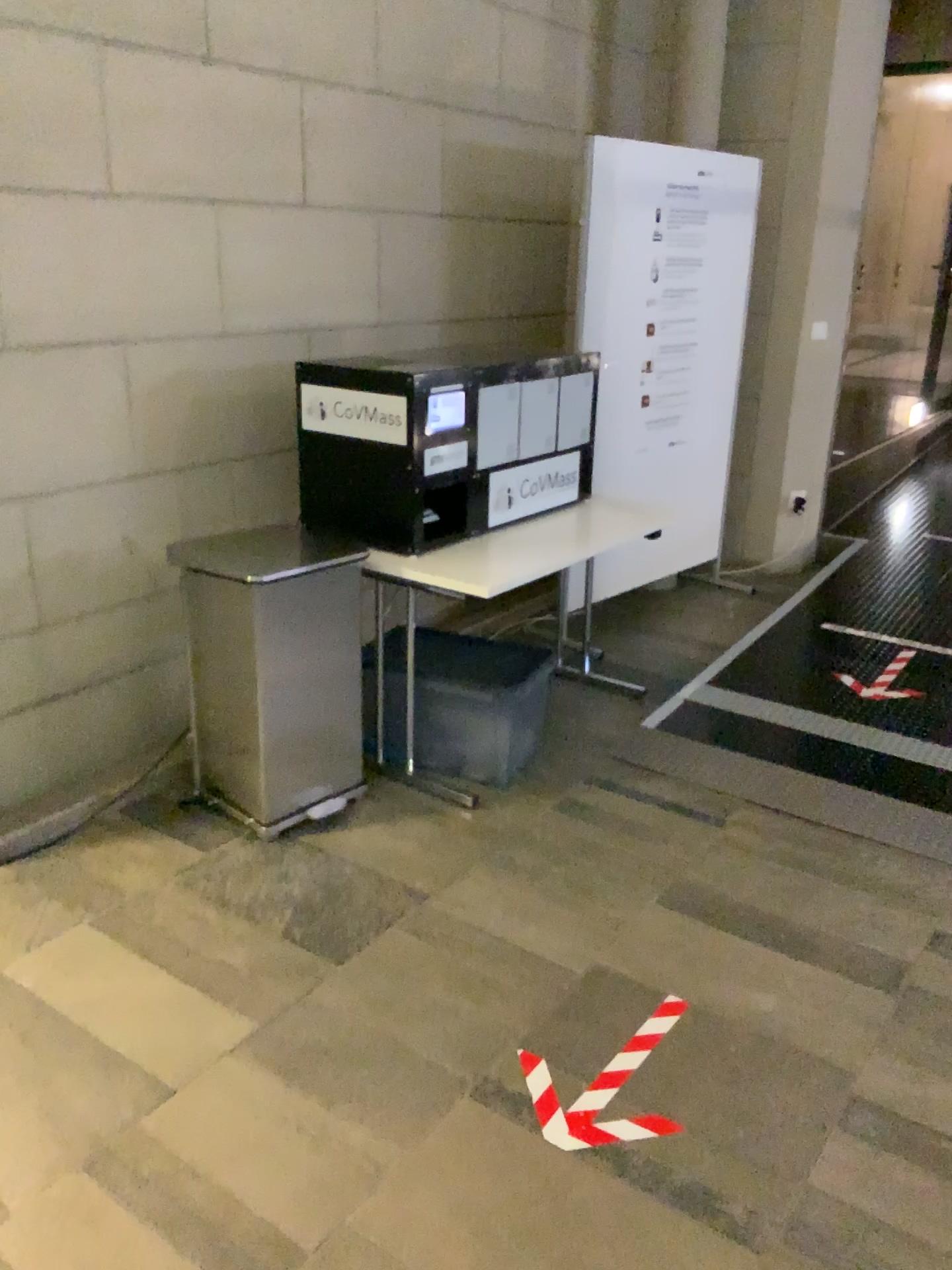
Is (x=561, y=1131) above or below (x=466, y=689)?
below

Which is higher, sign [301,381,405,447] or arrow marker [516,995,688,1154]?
sign [301,381,405,447]

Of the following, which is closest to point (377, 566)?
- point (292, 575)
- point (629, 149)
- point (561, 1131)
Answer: point (292, 575)

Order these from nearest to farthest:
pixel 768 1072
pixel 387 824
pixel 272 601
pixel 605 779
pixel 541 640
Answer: pixel 768 1072 → pixel 272 601 → pixel 387 824 → pixel 605 779 → pixel 541 640

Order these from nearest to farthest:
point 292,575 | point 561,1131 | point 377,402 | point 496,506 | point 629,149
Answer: point 561,1131, point 292,575, point 377,402, point 496,506, point 629,149

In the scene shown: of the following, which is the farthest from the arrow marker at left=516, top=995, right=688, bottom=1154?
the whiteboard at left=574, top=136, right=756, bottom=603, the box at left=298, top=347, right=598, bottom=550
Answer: the whiteboard at left=574, top=136, right=756, bottom=603

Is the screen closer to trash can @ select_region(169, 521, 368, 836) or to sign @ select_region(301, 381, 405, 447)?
sign @ select_region(301, 381, 405, 447)

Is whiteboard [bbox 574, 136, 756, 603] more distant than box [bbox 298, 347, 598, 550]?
Yes

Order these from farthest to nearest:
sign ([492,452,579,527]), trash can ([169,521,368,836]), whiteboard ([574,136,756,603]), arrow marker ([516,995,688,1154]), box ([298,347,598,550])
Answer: whiteboard ([574,136,756,603])
sign ([492,452,579,527])
box ([298,347,598,550])
trash can ([169,521,368,836])
arrow marker ([516,995,688,1154])

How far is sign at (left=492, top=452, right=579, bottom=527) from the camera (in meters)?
3.35
